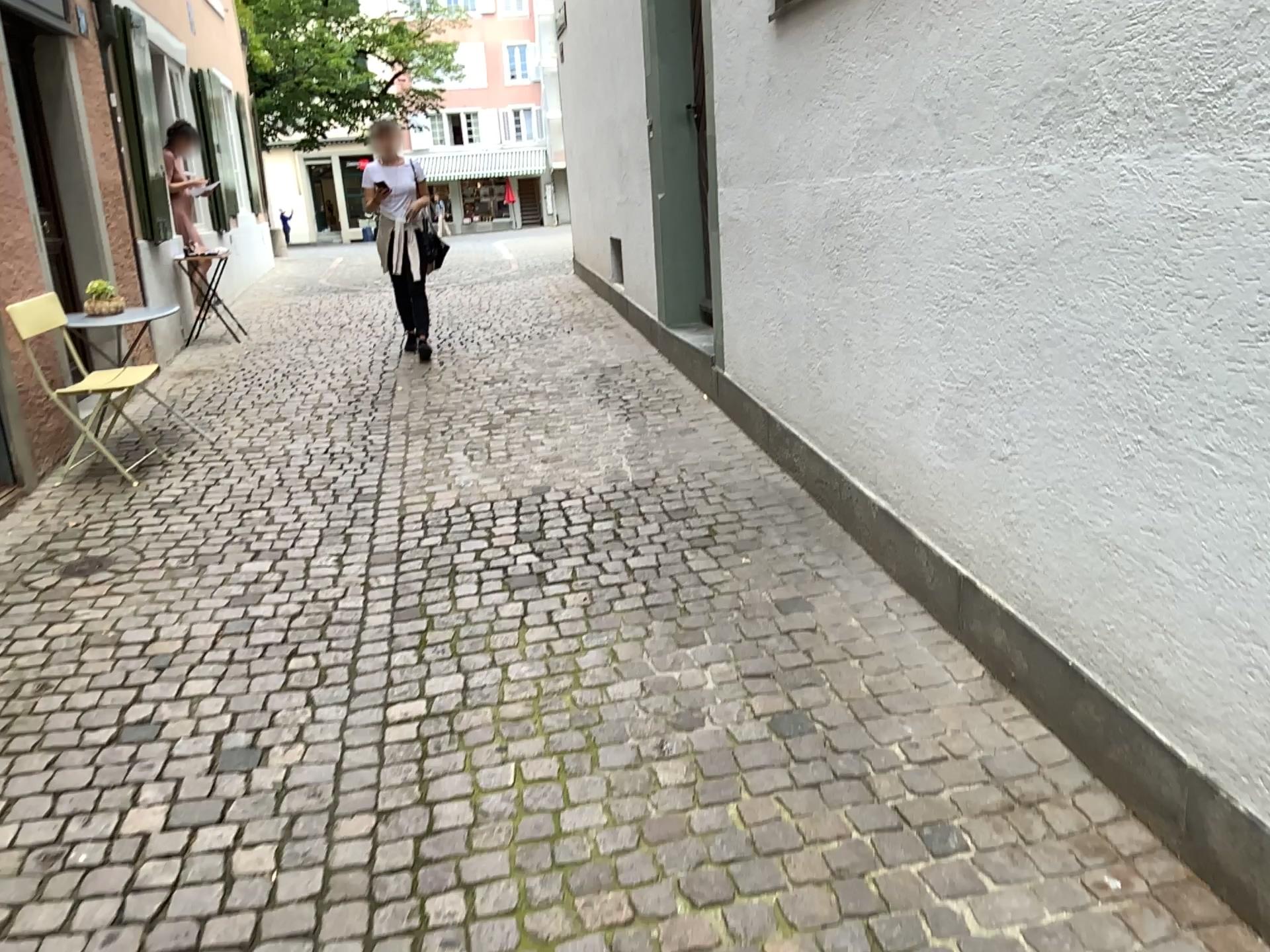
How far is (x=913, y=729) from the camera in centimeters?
241cm
